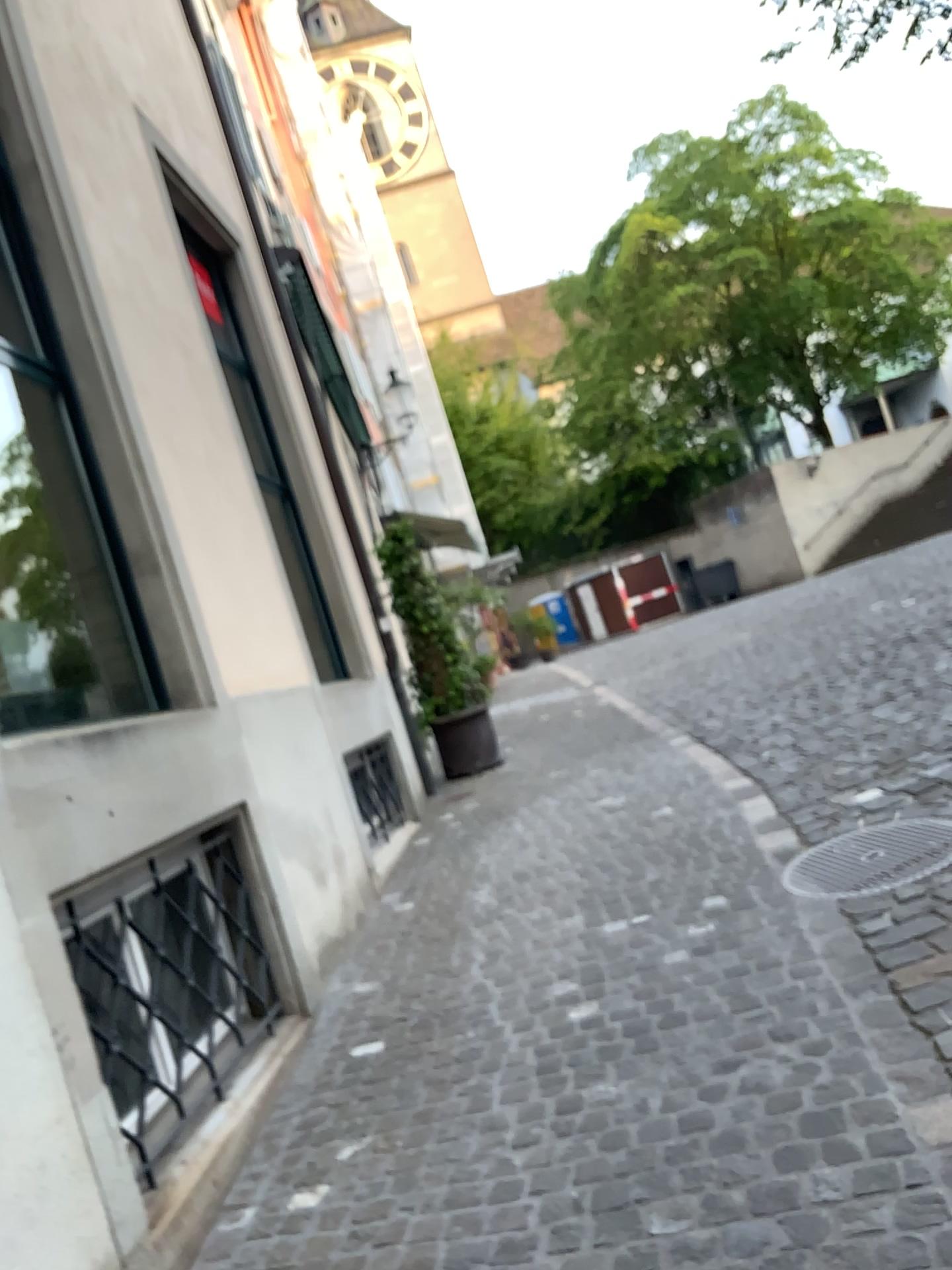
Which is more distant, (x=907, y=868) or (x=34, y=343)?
(x=34, y=343)

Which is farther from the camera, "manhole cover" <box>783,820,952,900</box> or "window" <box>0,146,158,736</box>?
"window" <box>0,146,158,736</box>

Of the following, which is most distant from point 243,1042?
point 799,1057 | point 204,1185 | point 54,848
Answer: point 799,1057

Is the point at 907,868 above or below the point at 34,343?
below

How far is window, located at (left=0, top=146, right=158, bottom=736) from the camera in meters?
4.2

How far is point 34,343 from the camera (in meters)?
4.19

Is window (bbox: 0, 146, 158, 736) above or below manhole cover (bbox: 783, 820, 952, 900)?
above
